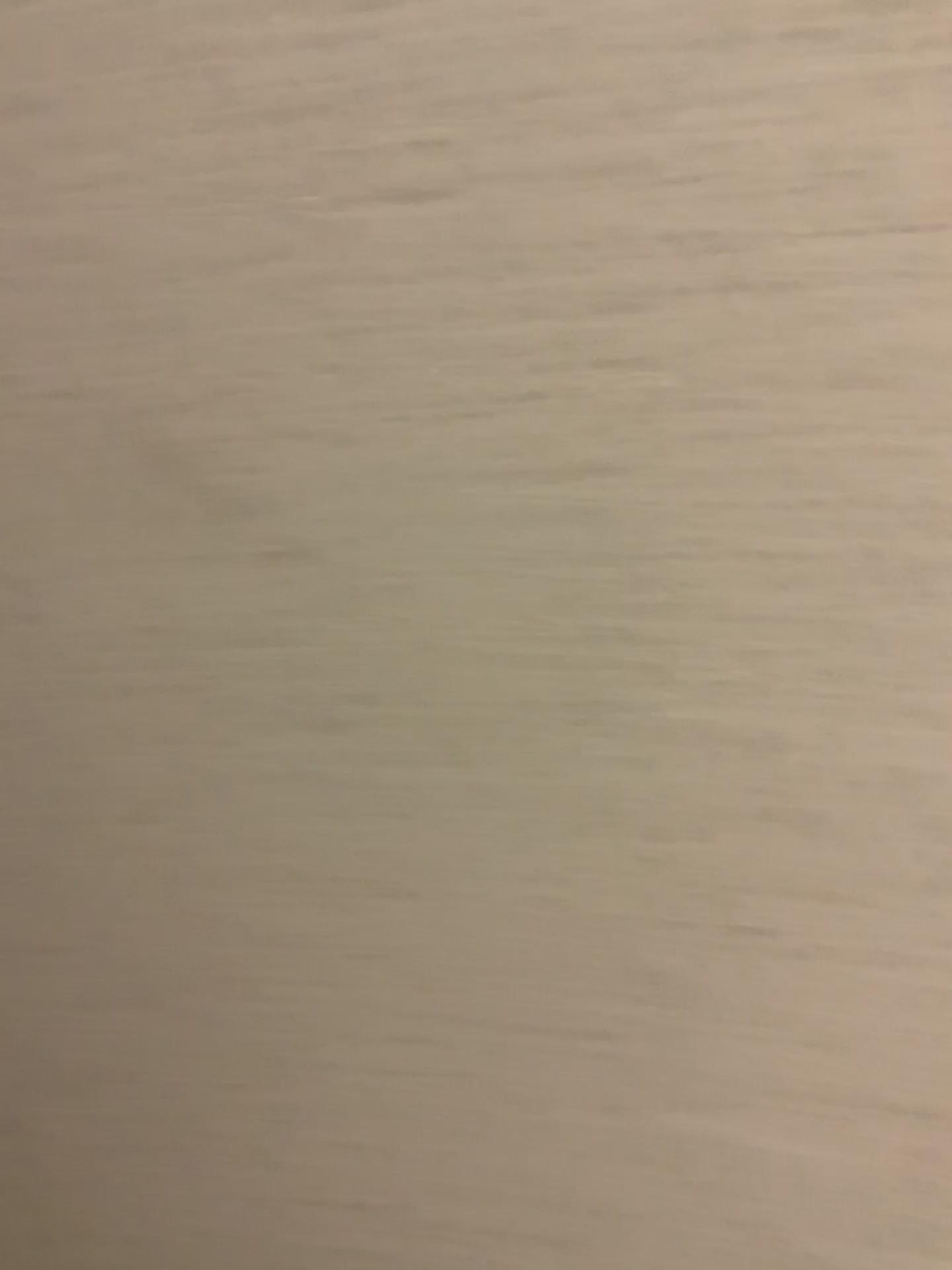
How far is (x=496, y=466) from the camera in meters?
0.2
